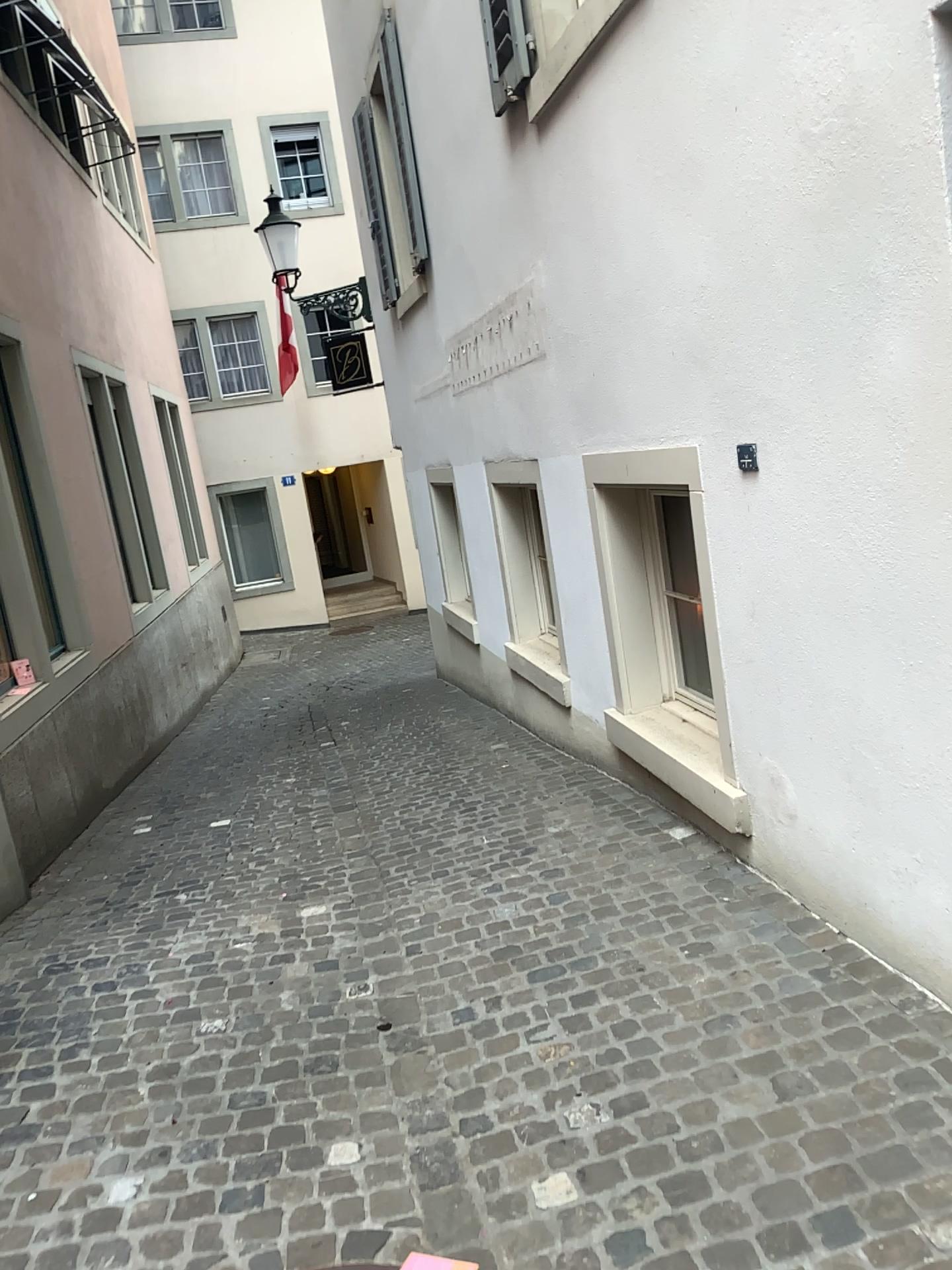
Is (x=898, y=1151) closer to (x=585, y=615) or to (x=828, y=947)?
(x=828, y=947)
